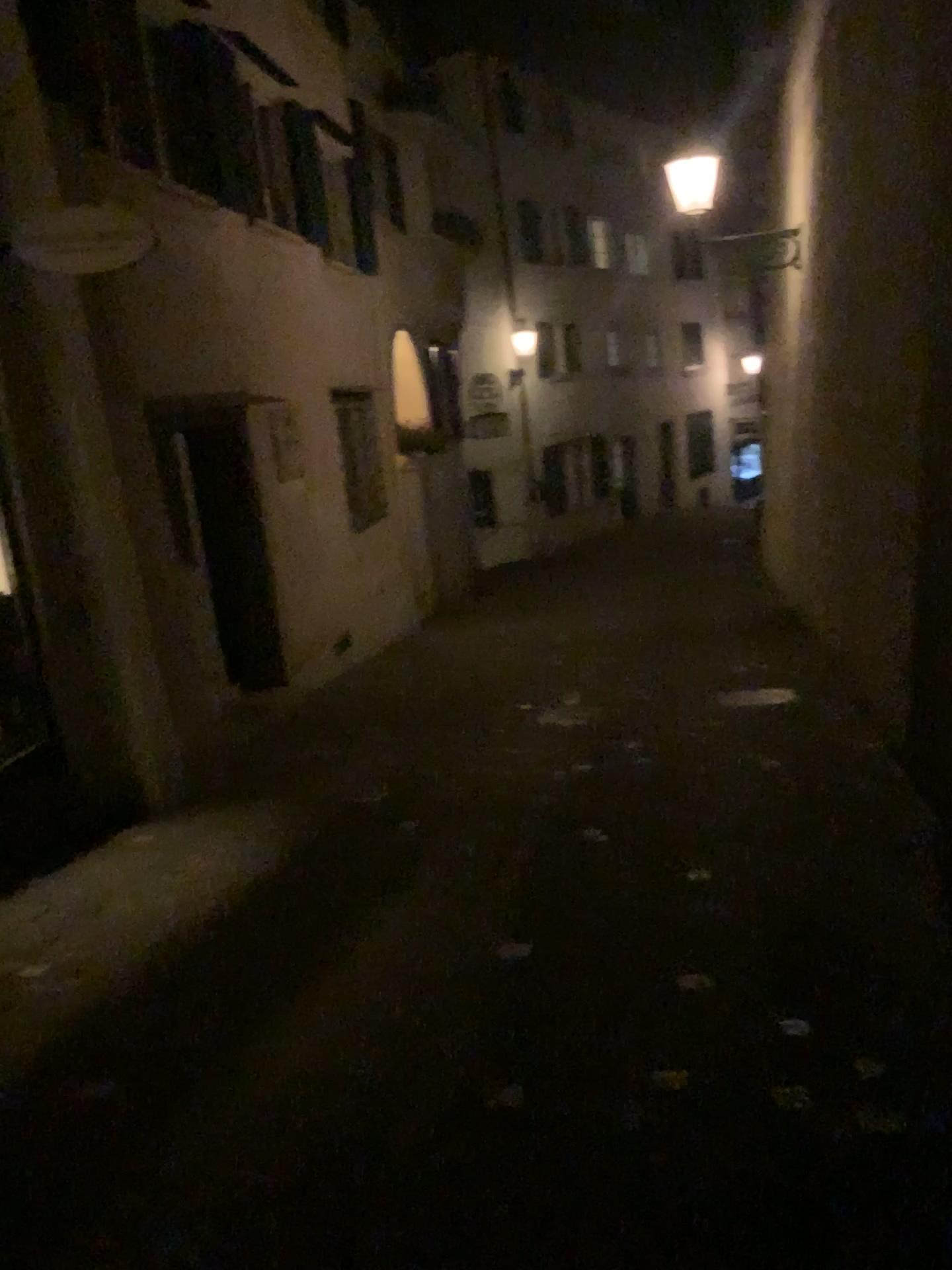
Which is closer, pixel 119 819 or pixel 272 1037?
pixel 272 1037
